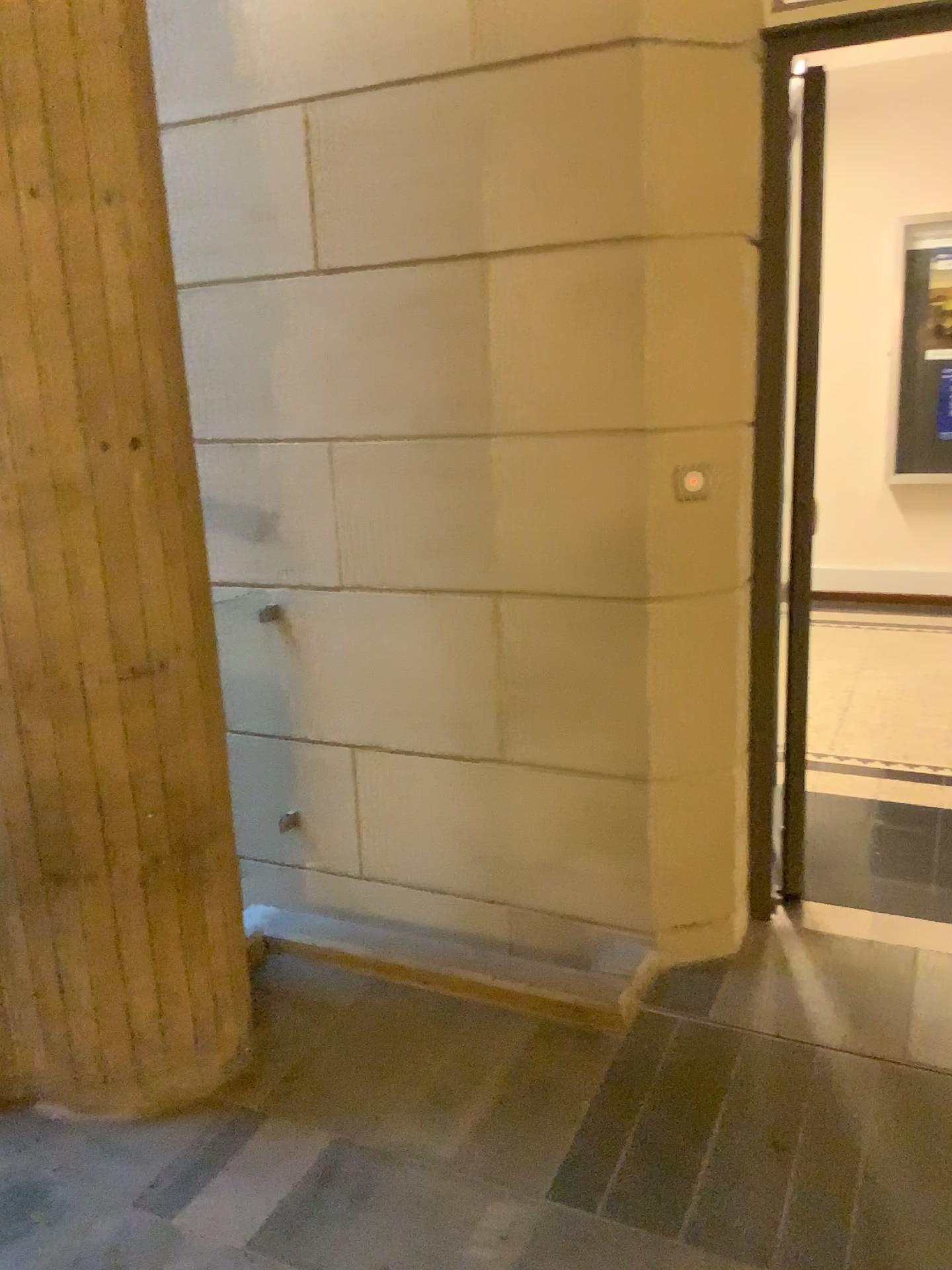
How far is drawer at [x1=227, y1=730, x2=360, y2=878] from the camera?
2.9 meters

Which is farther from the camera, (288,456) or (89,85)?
(288,456)

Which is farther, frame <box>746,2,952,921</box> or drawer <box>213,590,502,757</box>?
drawer <box>213,590,502,757</box>

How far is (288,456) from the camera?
2.7 meters

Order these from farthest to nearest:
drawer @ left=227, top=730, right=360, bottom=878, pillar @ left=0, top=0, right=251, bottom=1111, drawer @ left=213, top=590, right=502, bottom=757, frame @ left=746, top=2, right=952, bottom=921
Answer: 1. drawer @ left=227, top=730, right=360, bottom=878
2. drawer @ left=213, top=590, right=502, bottom=757
3. frame @ left=746, top=2, right=952, bottom=921
4. pillar @ left=0, top=0, right=251, bottom=1111

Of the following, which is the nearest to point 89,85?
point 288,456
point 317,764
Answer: point 288,456

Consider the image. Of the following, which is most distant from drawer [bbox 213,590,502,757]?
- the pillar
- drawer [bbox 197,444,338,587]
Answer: the pillar

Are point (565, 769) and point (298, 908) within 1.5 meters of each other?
yes

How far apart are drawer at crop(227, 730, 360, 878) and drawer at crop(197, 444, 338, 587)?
0.5 meters

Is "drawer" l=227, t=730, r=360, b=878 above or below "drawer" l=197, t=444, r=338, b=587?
below
